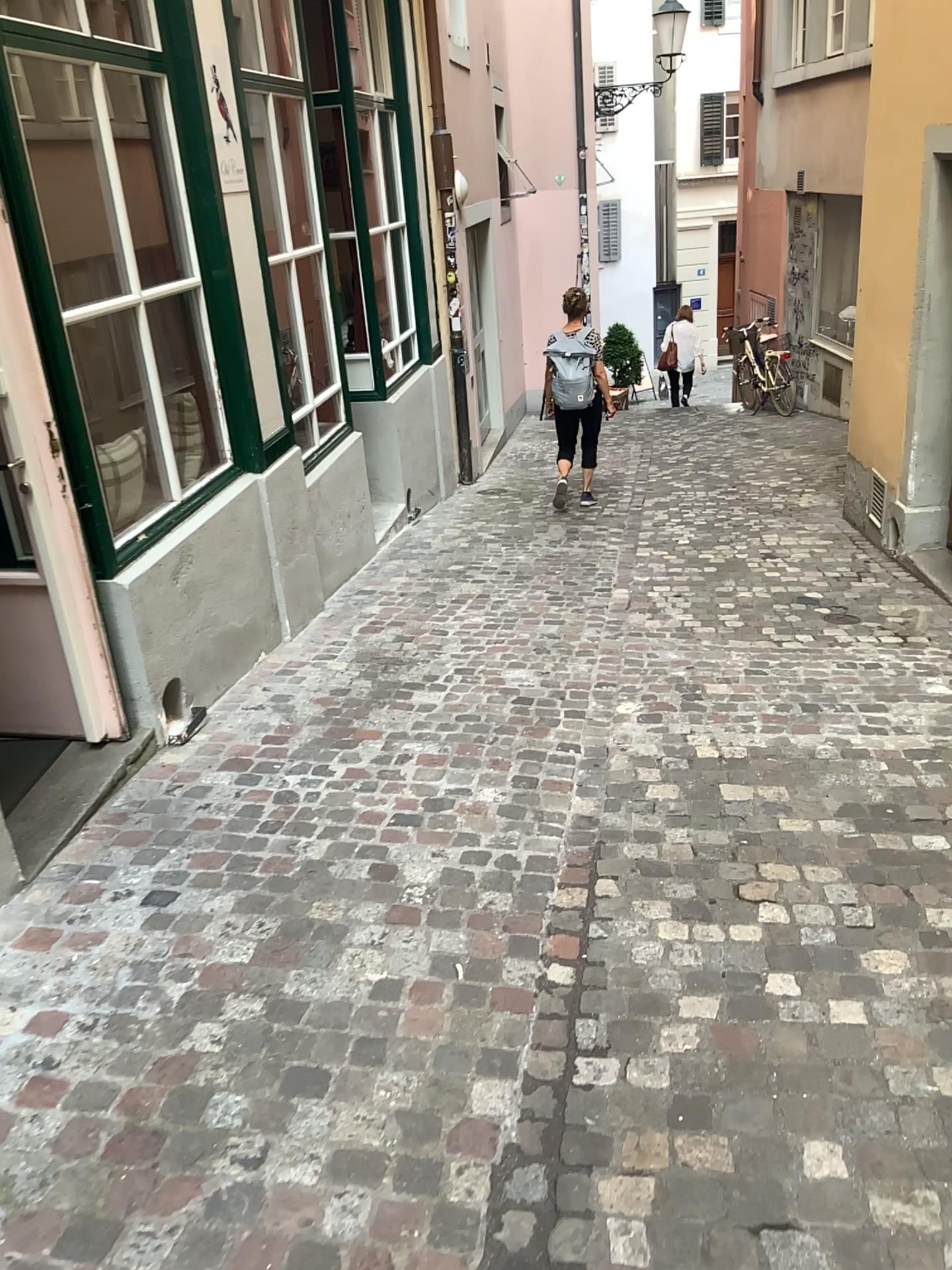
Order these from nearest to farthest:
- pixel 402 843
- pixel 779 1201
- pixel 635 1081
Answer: pixel 779 1201, pixel 635 1081, pixel 402 843
